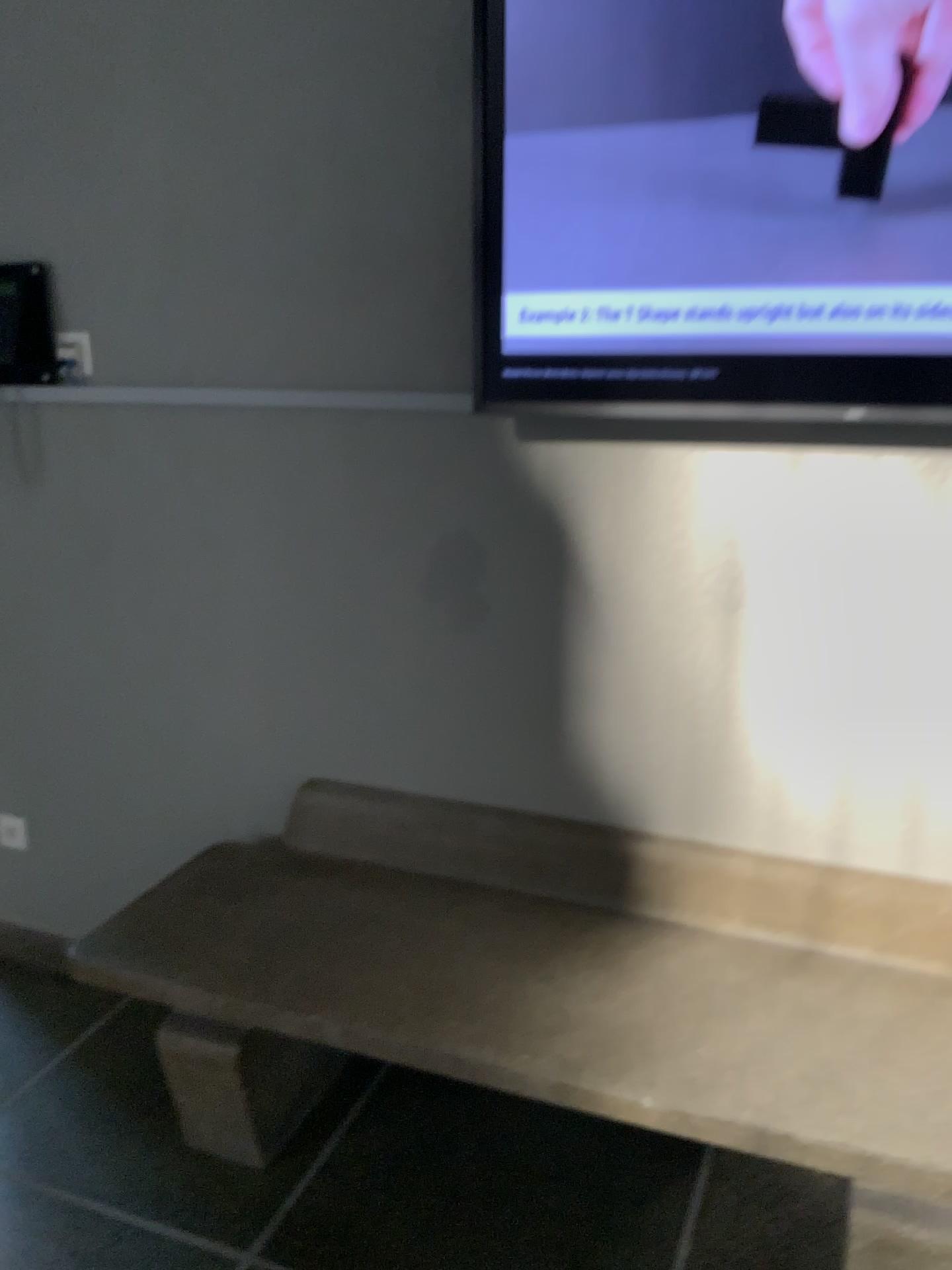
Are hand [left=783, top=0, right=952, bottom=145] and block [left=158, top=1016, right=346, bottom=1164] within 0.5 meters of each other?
no

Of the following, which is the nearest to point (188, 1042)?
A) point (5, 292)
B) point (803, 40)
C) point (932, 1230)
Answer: point (932, 1230)

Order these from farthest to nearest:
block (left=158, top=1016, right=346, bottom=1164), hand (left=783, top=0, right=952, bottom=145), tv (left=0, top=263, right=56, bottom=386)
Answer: tv (left=0, top=263, right=56, bottom=386), block (left=158, top=1016, right=346, bottom=1164), hand (left=783, top=0, right=952, bottom=145)

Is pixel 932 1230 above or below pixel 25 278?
below

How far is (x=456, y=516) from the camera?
2.0m

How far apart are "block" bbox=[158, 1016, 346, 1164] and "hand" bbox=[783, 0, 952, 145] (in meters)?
1.82

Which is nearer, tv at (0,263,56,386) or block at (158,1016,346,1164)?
block at (158,1016,346,1164)

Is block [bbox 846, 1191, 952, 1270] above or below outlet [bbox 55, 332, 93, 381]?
below

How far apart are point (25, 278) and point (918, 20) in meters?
1.7 m

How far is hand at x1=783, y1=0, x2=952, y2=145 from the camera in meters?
1.5
